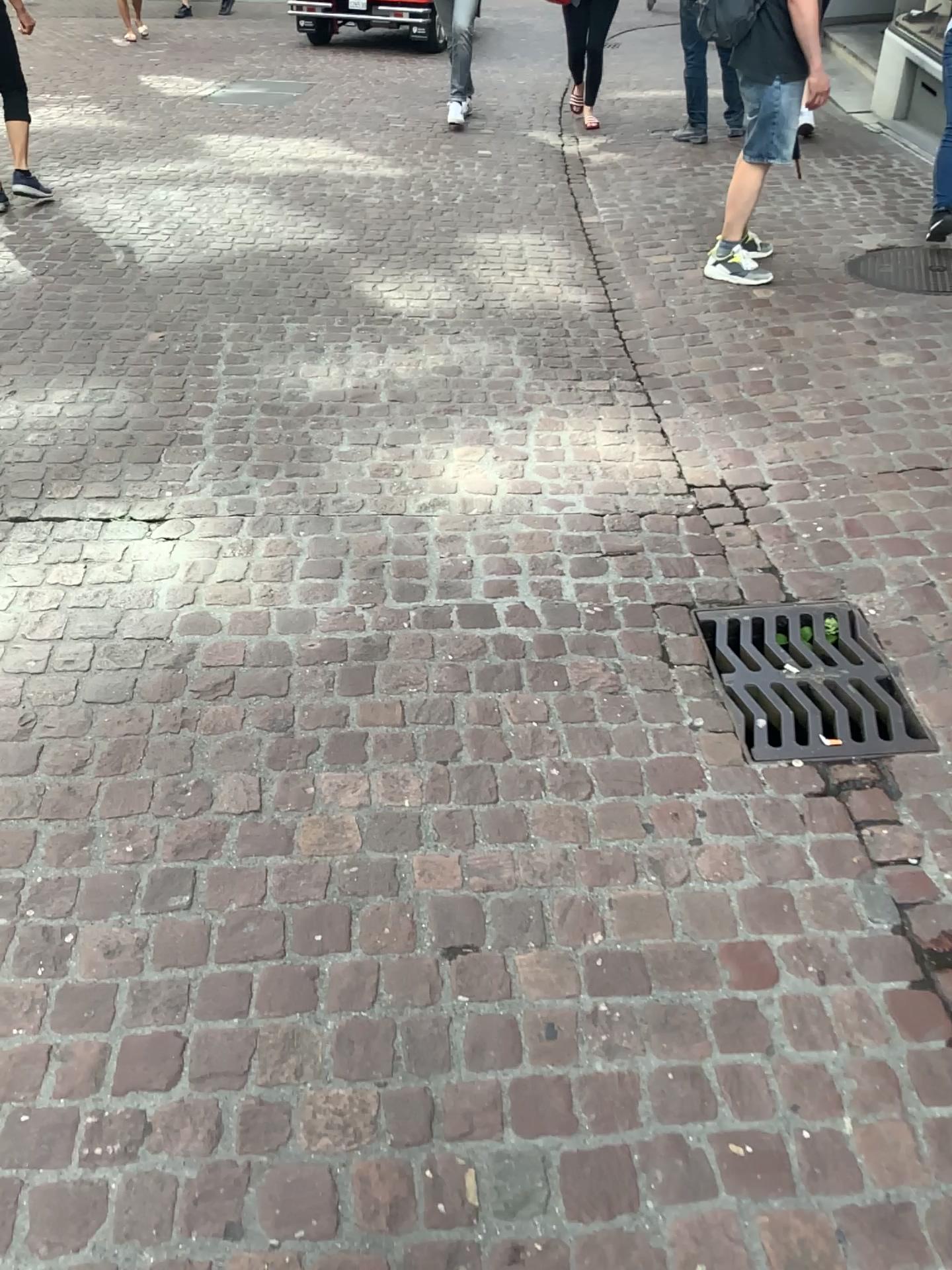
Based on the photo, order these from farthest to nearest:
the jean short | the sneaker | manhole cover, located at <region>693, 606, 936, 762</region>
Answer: the sneaker
the jean short
manhole cover, located at <region>693, 606, 936, 762</region>

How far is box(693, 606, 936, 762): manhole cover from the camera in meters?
2.2 m

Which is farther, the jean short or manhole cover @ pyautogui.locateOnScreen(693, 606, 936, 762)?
the jean short

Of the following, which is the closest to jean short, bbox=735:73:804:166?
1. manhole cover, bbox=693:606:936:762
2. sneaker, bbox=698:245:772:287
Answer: sneaker, bbox=698:245:772:287

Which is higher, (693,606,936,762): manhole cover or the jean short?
the jean short

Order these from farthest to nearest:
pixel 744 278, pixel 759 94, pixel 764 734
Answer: pixel 744 278 < pixel 759 94 < pixel 764 734

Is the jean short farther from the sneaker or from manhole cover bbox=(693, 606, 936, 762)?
manhole cover bbox=(693, 606, 936, 762)

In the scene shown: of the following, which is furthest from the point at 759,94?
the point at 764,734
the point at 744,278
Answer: the point at 764,734

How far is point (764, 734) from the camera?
2.2 meters

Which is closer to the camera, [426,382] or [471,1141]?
[471,1141]
